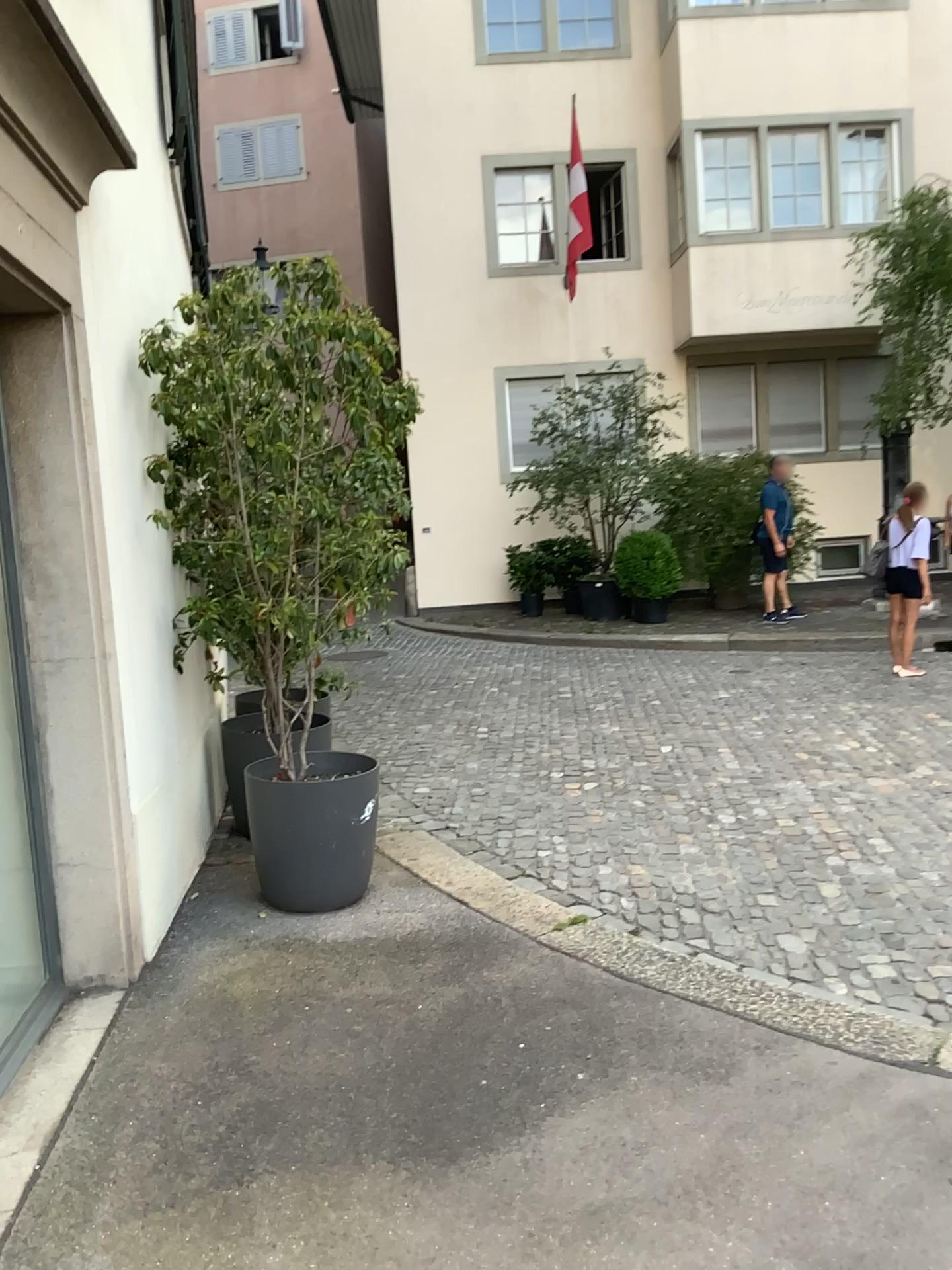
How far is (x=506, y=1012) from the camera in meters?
3.2

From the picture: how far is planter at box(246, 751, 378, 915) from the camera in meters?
4.0

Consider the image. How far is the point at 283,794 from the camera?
3.99m
